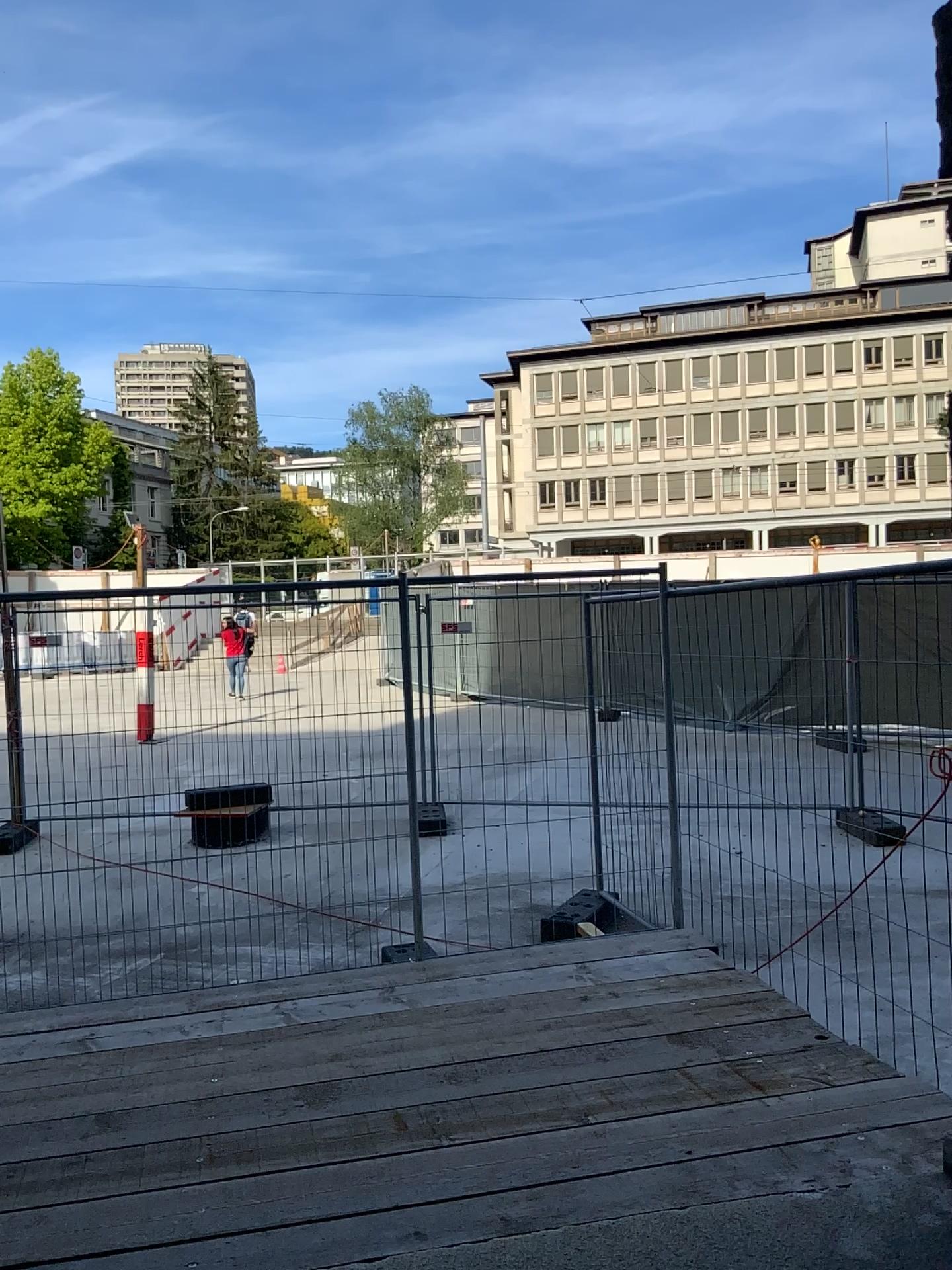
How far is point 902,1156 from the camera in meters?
3.0
